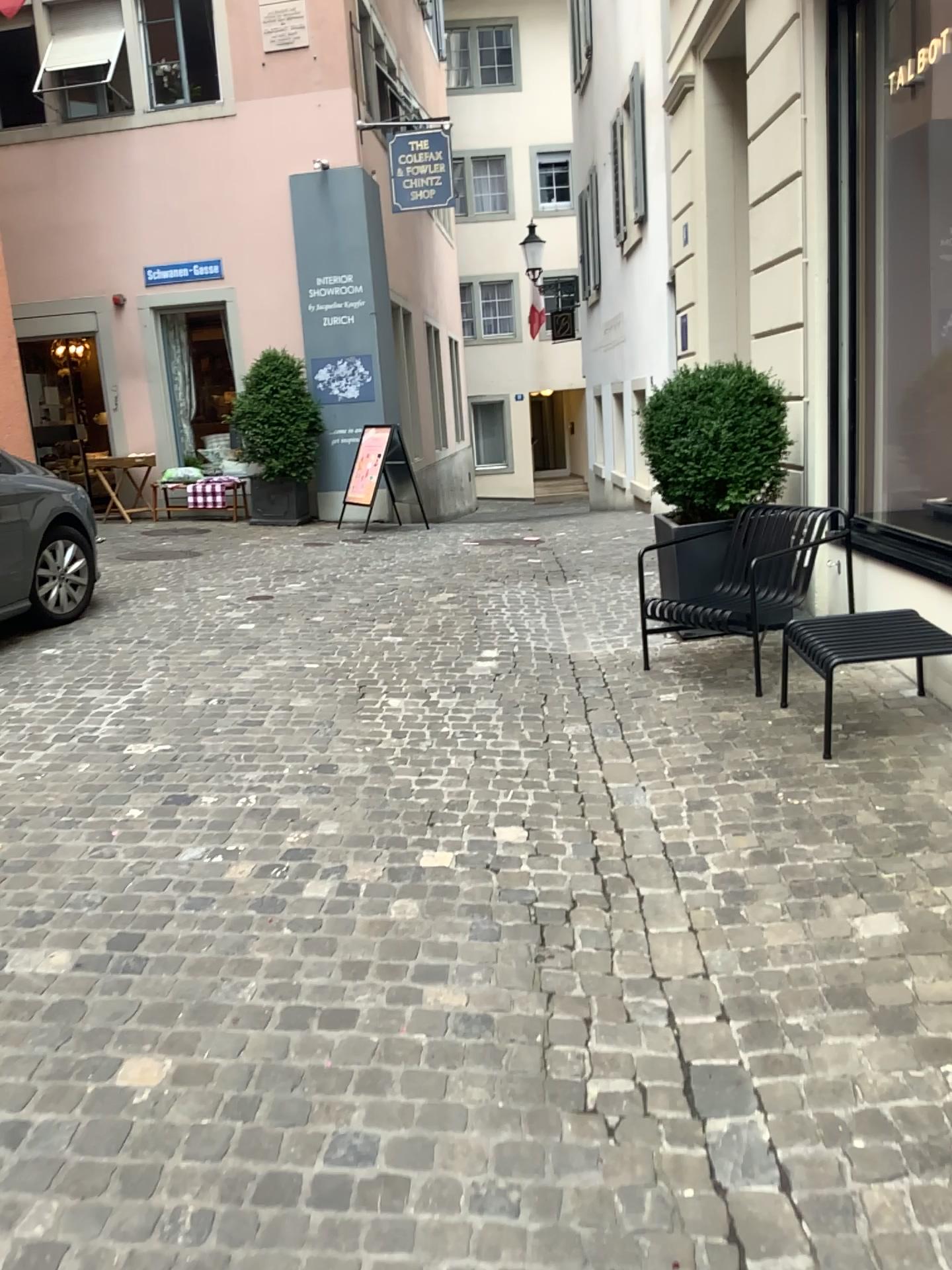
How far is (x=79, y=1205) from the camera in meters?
1.9 m
